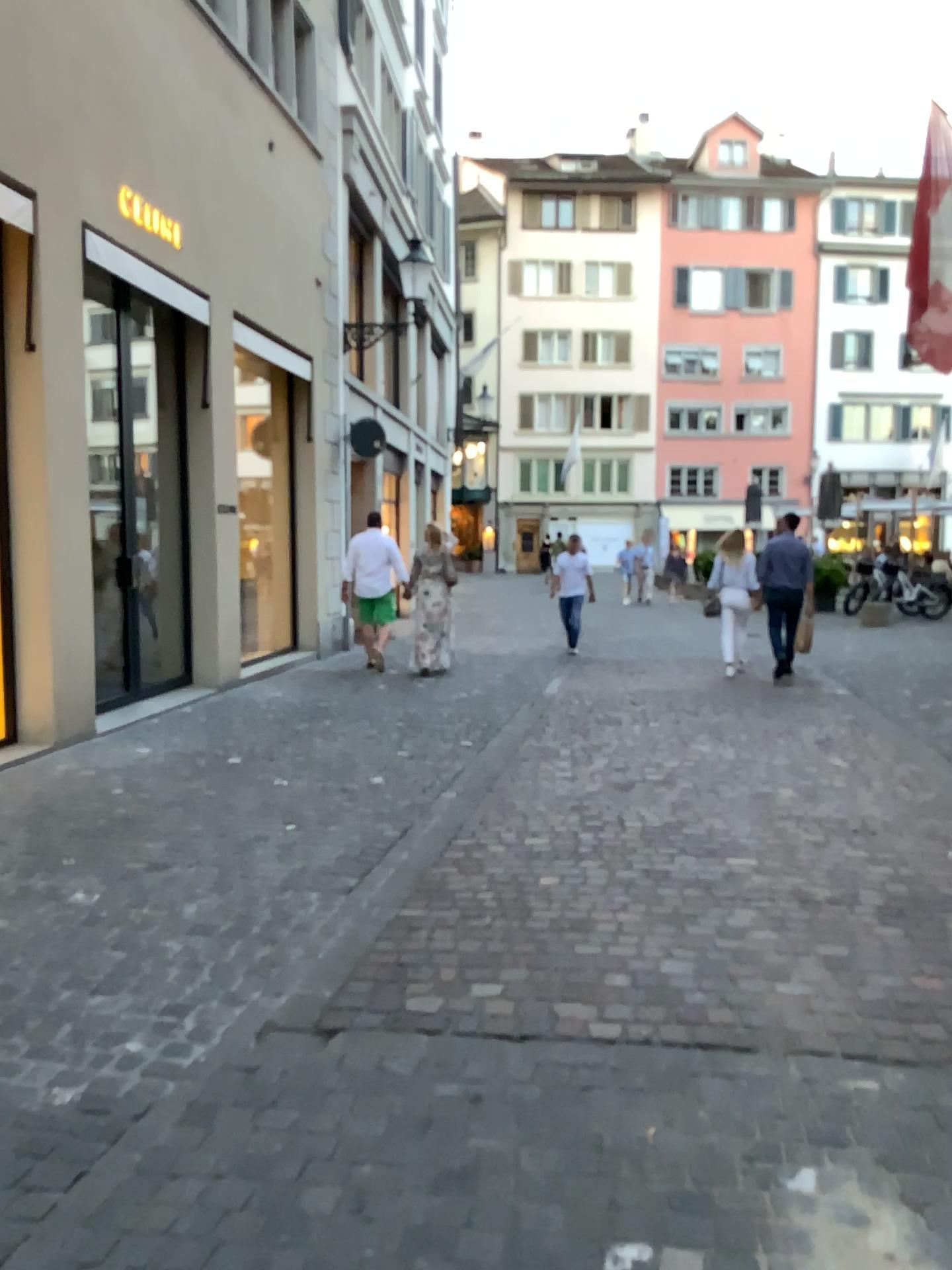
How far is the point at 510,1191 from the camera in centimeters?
216cm
